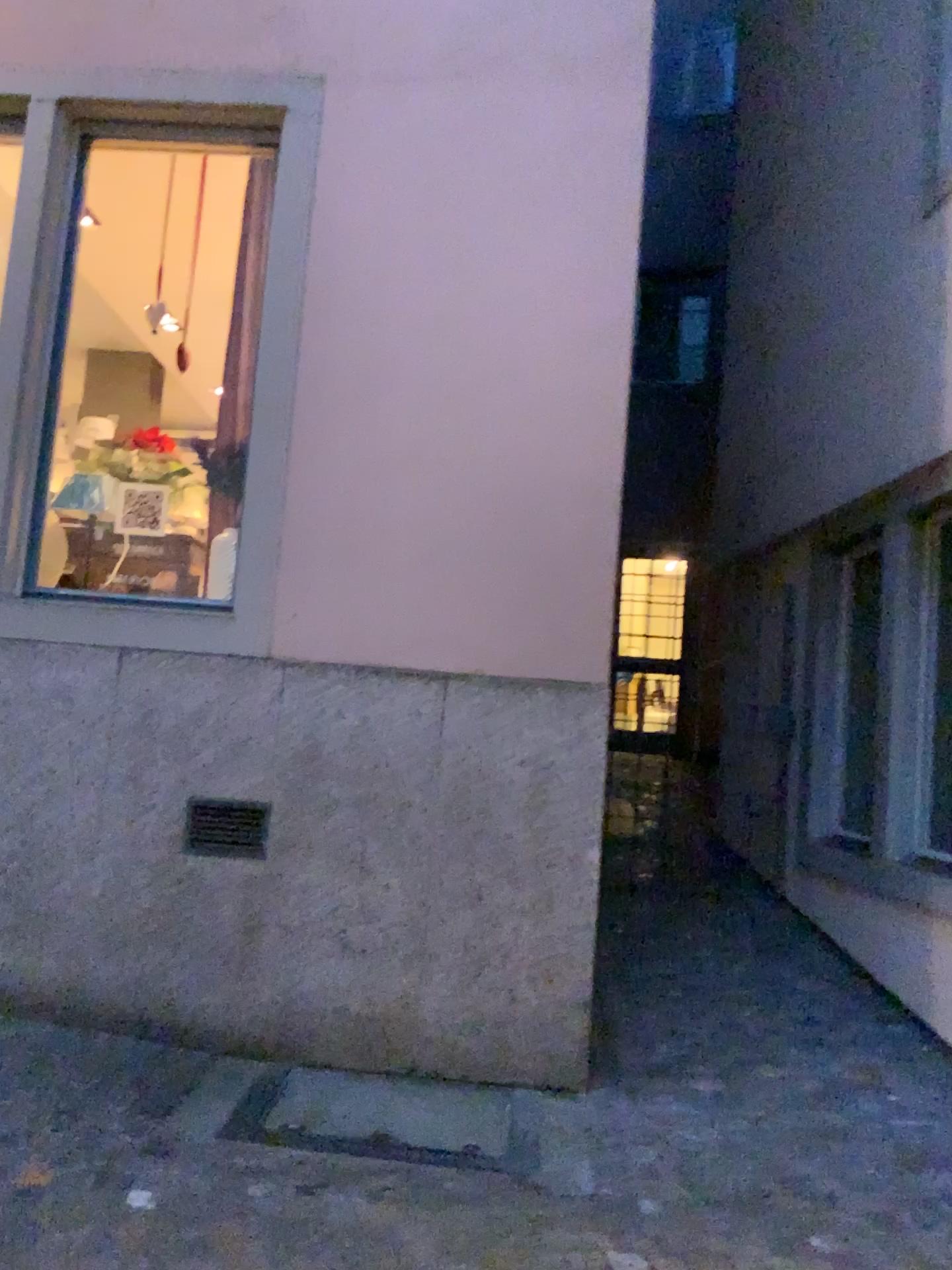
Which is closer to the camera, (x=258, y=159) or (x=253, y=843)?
(x=253, y=843)

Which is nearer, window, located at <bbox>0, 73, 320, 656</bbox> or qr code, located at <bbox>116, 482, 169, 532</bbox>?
window, located at <bbox>0, 73, 320, 656</bbox>

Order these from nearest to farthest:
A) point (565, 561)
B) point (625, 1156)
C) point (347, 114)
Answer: point (625, 1156) < point (565, 561) < point (347, 114)

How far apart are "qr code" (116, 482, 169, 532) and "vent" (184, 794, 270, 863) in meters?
1.2

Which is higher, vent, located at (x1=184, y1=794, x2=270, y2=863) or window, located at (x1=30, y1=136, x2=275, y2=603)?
window, located at (x1=30, y1=136, x2=275, y2=603)

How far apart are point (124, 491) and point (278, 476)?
0.7m

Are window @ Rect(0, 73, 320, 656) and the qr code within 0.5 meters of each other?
yes

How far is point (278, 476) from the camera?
4.01m

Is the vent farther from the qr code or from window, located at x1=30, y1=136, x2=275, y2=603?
the qr code

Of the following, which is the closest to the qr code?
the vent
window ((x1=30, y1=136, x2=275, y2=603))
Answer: window ((x1=30, y1=136, x2=275, y2=603))
